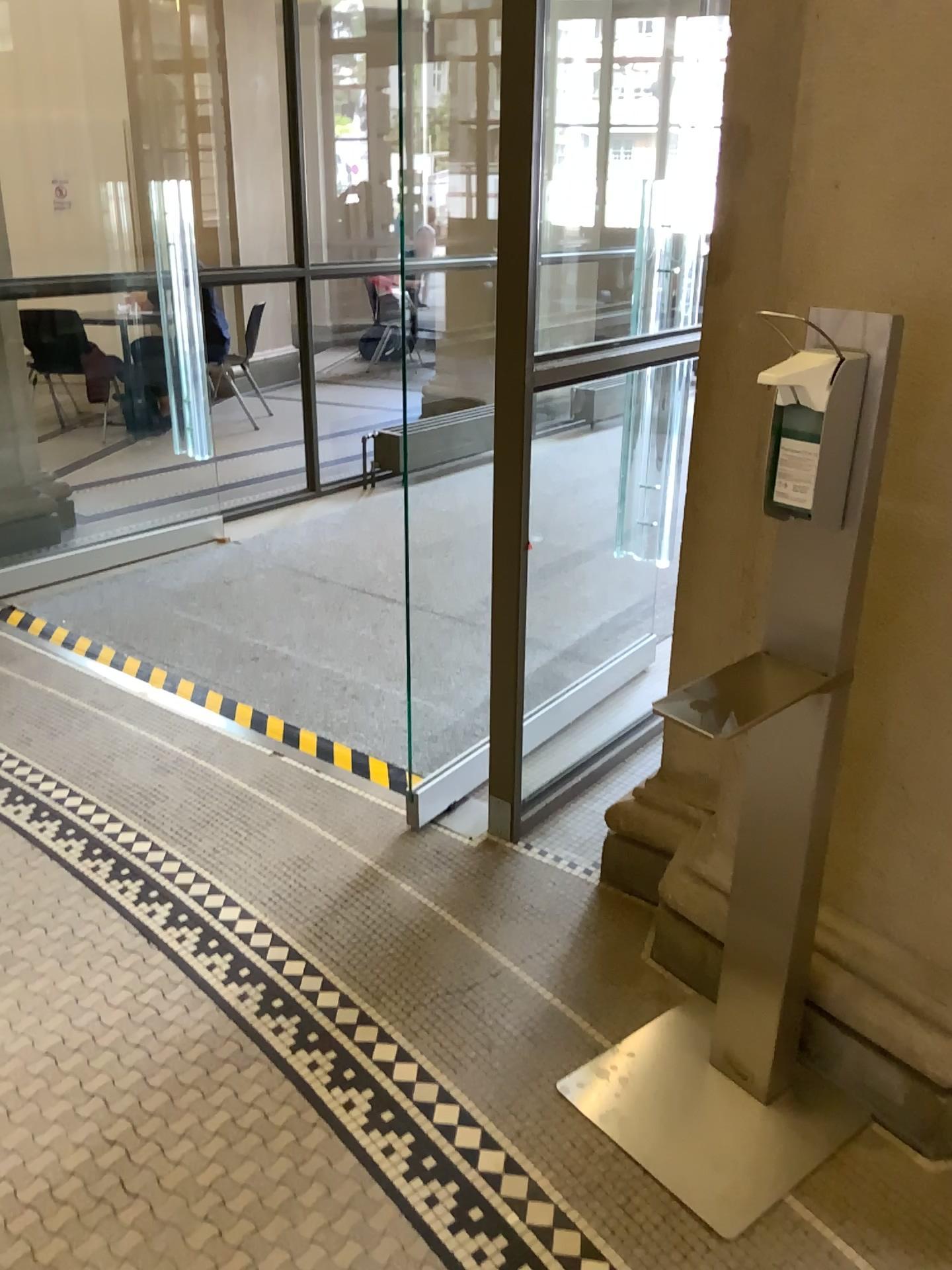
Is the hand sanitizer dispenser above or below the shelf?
above

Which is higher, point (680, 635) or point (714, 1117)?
point (680, 635)

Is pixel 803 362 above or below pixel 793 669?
above

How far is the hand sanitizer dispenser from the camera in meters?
1.4 m

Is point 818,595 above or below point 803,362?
below

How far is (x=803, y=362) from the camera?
1.4m
